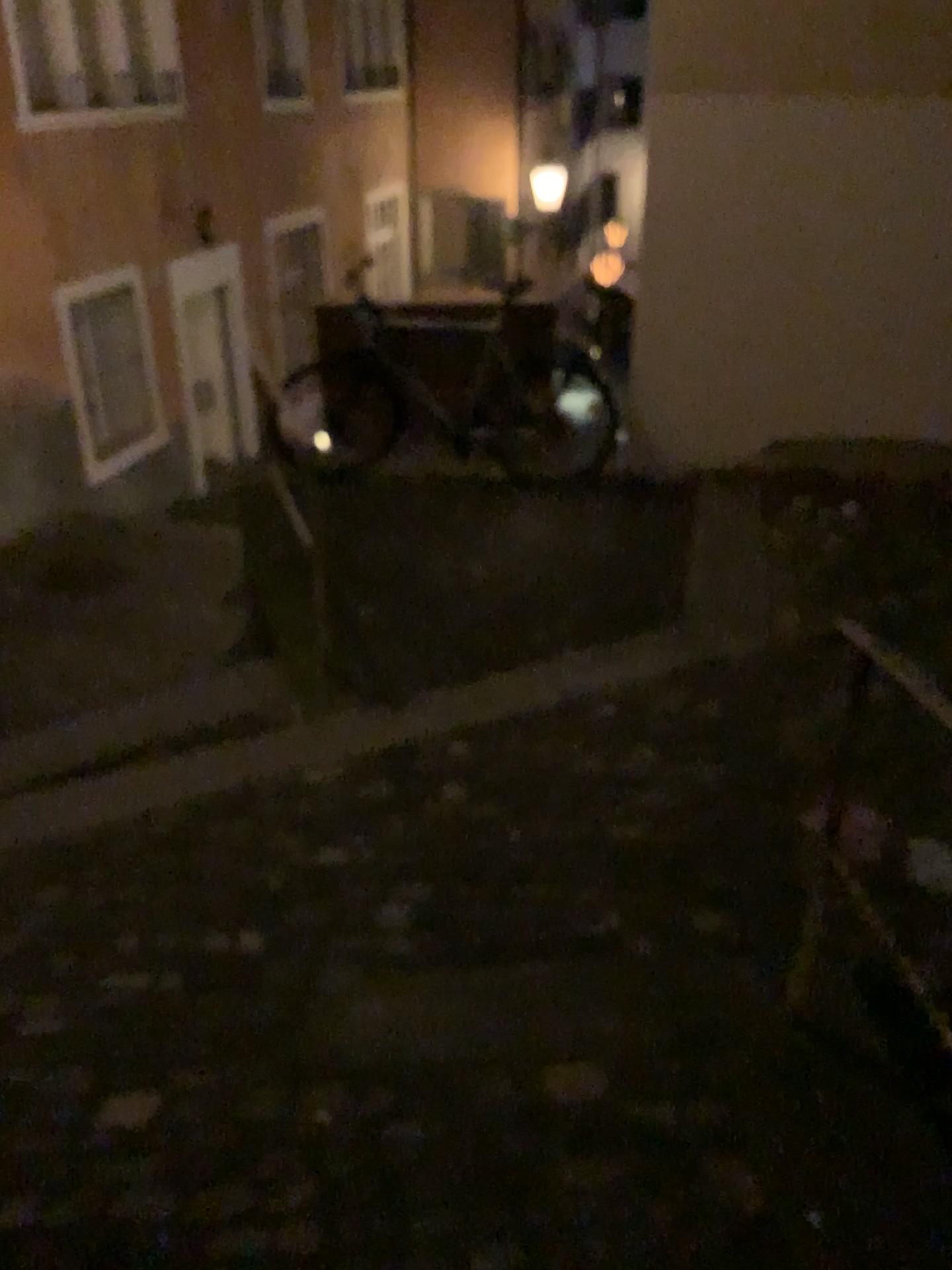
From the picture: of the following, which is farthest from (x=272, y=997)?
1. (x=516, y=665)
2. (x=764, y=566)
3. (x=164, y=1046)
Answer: (x=764, y=566)
